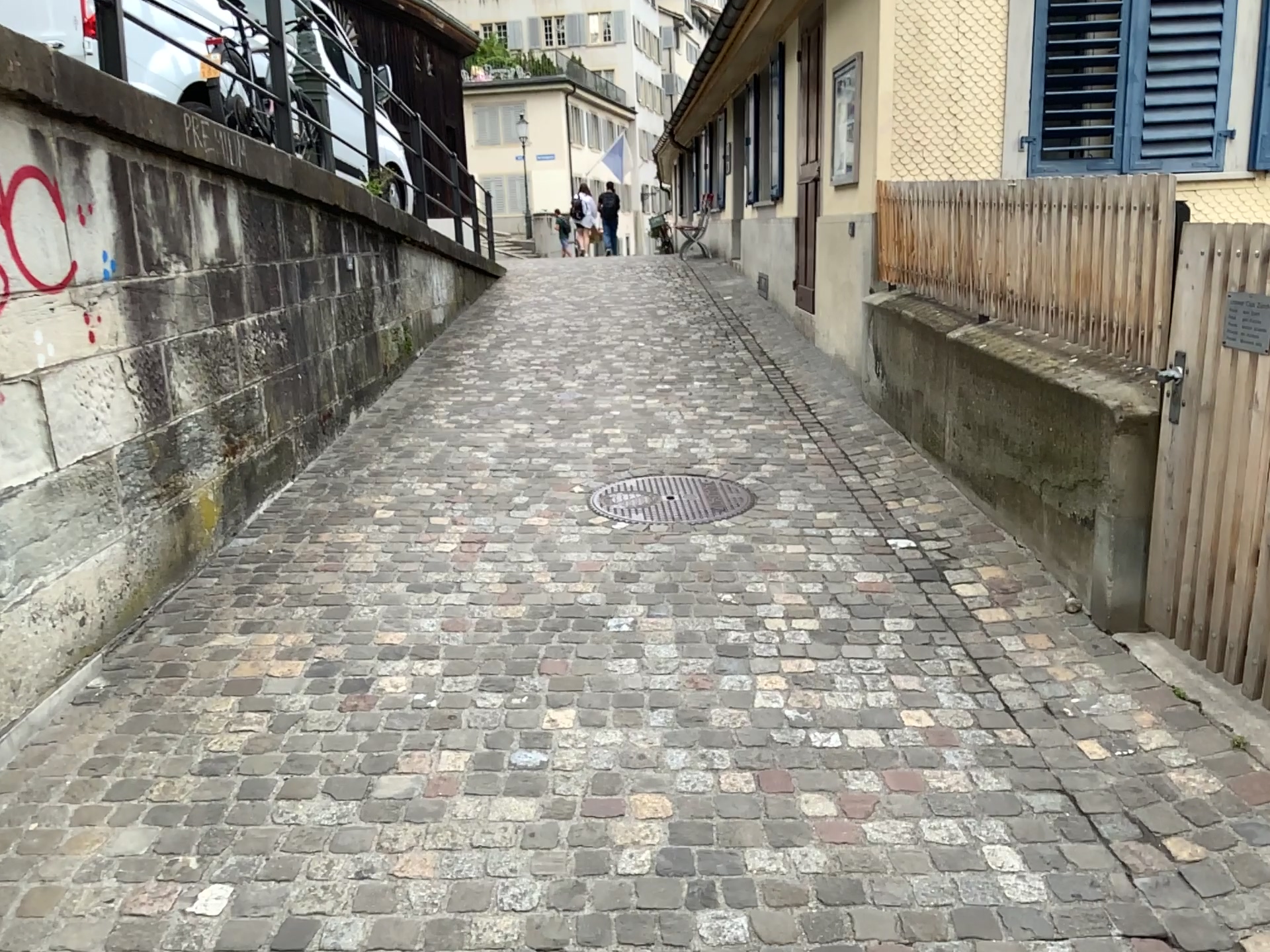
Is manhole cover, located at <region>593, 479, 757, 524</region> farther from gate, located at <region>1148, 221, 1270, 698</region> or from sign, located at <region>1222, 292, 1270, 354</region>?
sign, located at <region>1222, 292, 1270, 354</region>

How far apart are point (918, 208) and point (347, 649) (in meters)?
3.39

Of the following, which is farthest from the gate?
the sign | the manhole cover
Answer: the manhole cover

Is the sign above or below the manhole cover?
above

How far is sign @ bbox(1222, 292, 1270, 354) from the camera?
2.7 meters

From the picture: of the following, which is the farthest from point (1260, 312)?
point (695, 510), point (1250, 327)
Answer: point (695, 510)

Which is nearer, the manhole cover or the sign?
the sign

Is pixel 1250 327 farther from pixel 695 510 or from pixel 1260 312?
pixel 695 510

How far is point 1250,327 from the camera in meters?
2.7
